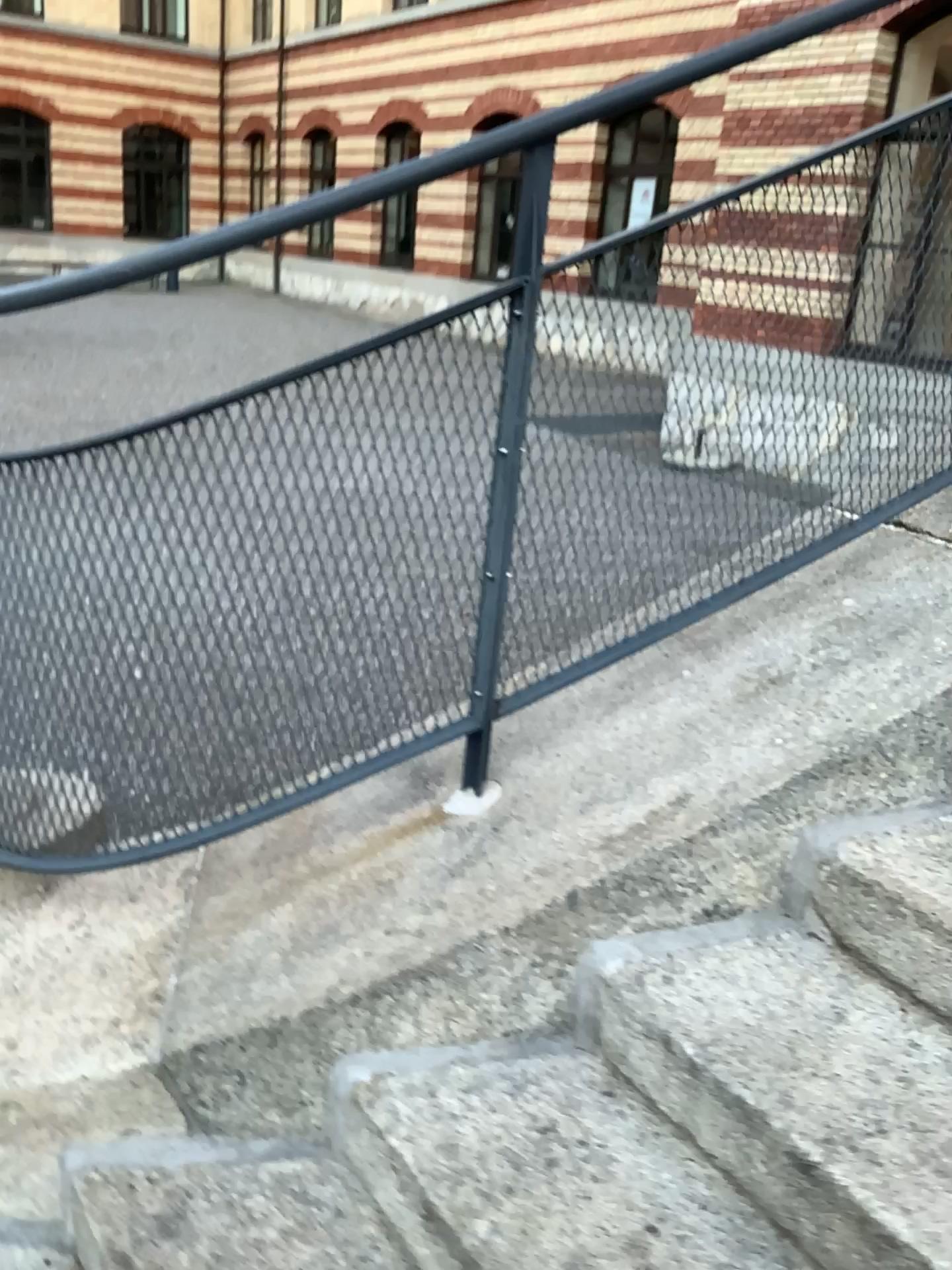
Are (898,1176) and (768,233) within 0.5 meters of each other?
no

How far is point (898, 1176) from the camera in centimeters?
116cm

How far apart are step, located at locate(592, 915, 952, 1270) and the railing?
0.4m

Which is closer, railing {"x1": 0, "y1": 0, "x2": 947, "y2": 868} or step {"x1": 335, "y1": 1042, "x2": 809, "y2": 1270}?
step {"x1": 335, "y1": 1042, "x2": 809, "y2": 1270}

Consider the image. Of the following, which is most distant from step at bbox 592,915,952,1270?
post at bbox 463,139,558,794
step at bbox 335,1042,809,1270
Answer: post at bbox 463,139,558,794

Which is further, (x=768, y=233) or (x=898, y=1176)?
(x=768, y=233)

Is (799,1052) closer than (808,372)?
Yes

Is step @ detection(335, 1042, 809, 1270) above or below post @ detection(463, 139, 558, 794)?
below

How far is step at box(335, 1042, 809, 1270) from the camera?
1.21m

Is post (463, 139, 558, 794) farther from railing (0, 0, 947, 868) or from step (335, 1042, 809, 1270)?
step (335, 1042, 809, 1270)
